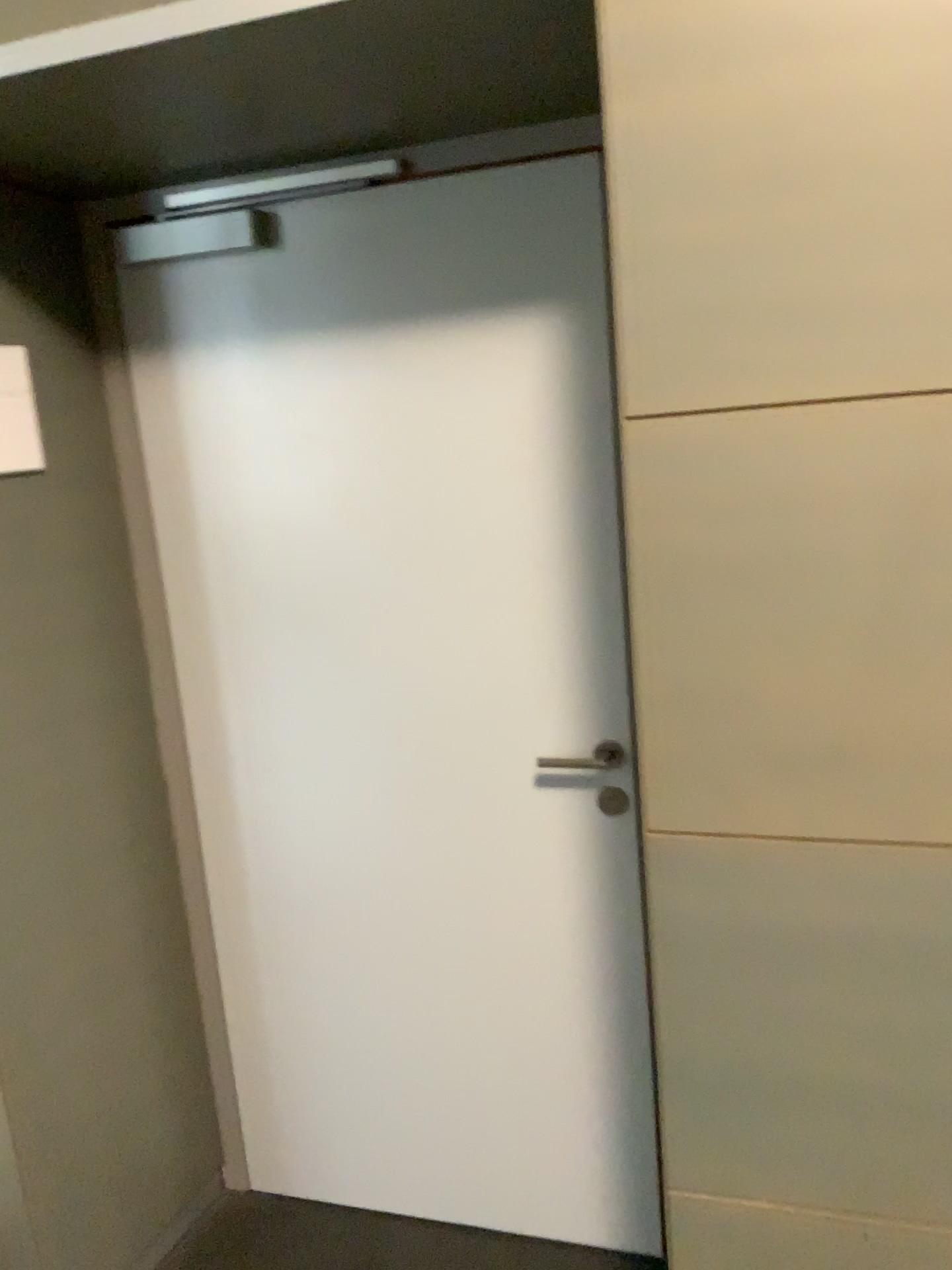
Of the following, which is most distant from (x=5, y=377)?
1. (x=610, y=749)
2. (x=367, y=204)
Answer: (x=610, y=749)

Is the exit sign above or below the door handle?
above

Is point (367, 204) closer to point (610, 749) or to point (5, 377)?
point (5, 377)

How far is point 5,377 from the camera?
1.7 meters

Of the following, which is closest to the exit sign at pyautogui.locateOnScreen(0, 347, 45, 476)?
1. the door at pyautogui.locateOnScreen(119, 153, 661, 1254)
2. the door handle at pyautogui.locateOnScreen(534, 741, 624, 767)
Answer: the door at pyautogui.locateOnScreen(119, 153, 661, 1254)

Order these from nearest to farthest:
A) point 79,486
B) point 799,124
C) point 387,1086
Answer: point 799,124, point 79,486, point 387,1086

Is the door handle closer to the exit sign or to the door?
the door

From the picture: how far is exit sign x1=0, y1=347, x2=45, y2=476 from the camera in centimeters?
172cm
